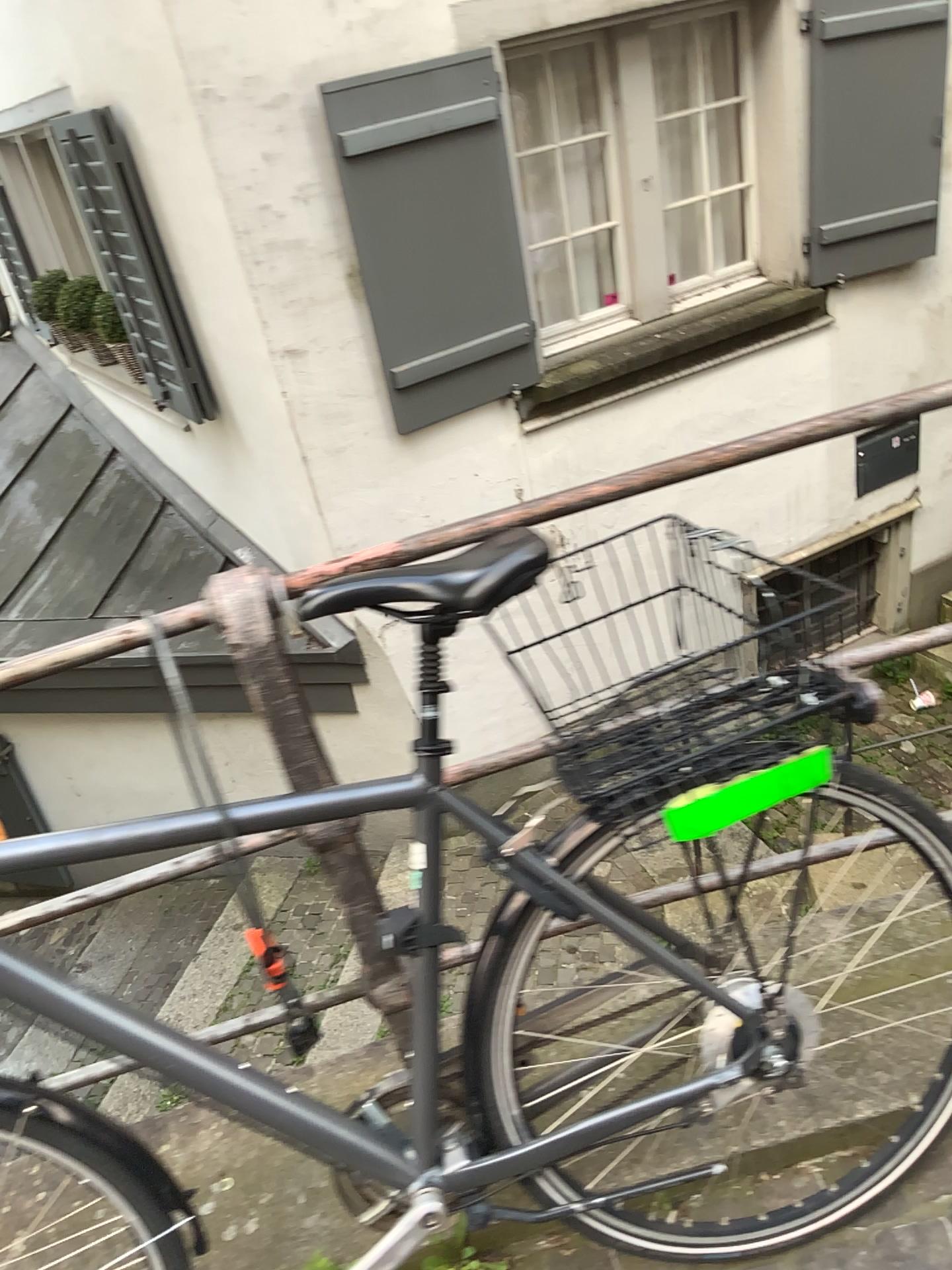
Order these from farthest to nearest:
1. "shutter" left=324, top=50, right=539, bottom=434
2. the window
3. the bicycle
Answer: the window → "shutter" left=324, top=50, right=539, bottom=434 → the bicycle

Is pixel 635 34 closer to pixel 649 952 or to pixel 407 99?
pixel 407 99

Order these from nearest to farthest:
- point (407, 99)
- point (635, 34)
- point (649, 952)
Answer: point (649, 952)
point (407, 99)
point (635, 34)

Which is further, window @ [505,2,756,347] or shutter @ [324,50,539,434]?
window @ [505,2,756,347]

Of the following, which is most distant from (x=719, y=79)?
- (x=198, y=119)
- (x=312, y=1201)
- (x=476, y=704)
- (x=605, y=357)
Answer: (x=312, y=1201)

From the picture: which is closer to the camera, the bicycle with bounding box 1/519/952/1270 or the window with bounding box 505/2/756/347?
the bicycle with bounding box 1/519/952/1270

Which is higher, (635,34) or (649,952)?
(635,34)

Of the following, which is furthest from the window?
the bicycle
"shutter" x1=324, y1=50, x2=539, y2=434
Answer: the bicycle

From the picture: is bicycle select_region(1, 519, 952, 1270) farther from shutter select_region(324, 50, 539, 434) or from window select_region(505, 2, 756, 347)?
window select_region(505, 2, 756, 347)
